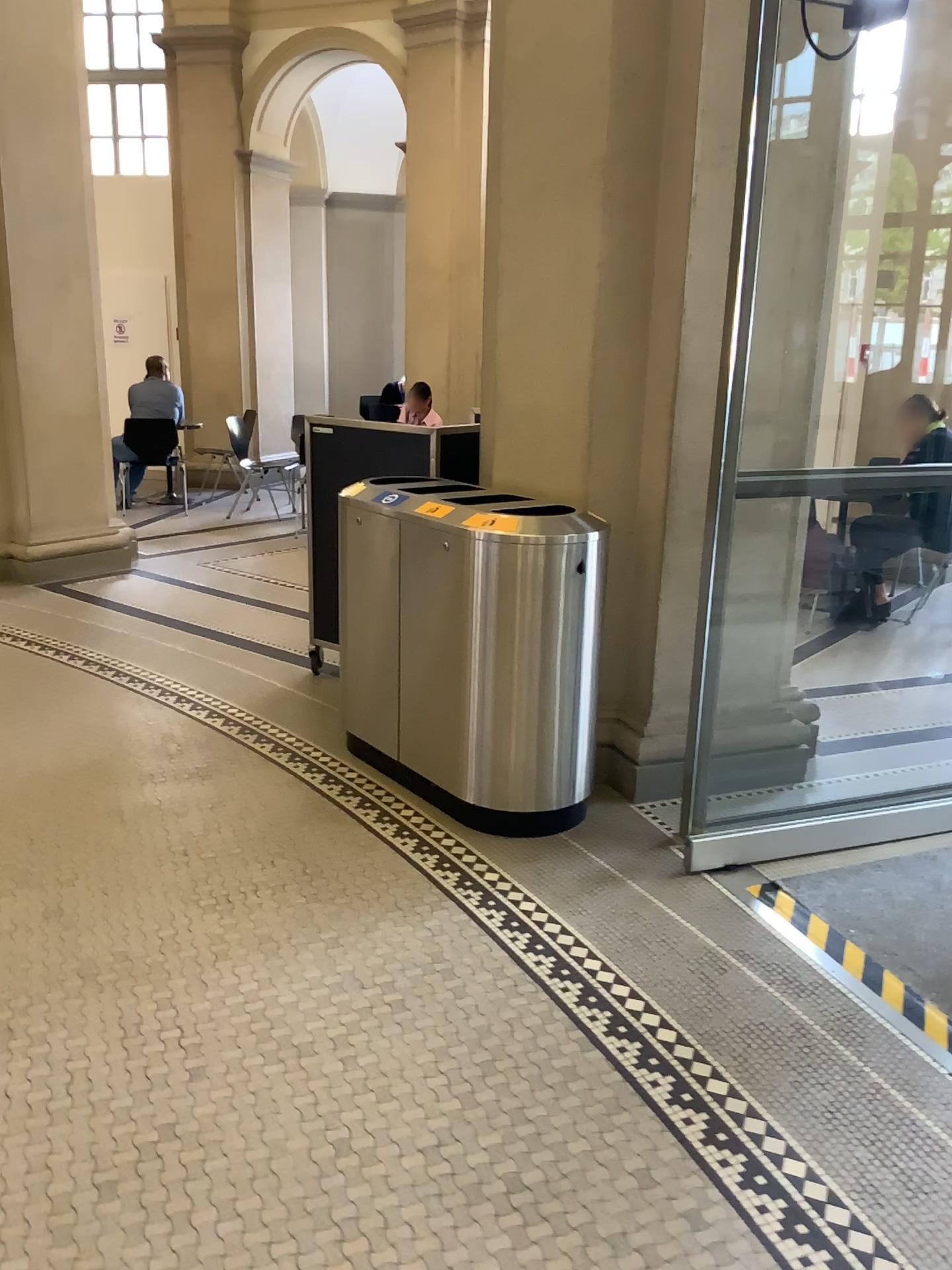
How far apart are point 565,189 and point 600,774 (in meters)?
1.99
